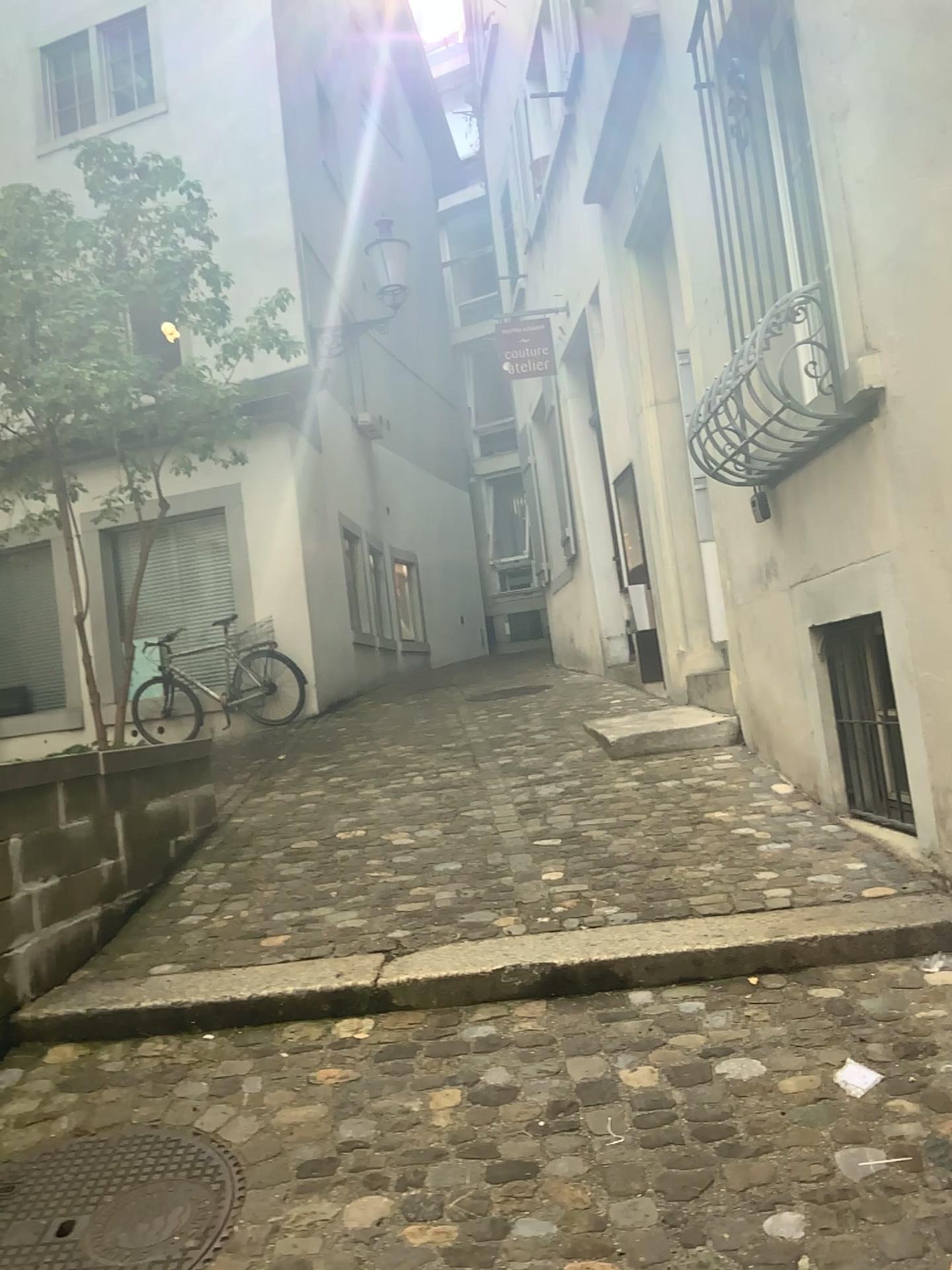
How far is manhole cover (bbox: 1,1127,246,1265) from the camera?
2.1m

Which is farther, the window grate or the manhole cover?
the window grate

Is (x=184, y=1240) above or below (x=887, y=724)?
below

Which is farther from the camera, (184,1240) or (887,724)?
(887,724)

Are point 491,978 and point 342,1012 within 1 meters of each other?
yes

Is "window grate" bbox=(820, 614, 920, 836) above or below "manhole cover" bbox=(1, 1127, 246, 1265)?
above

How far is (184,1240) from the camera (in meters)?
2.12
